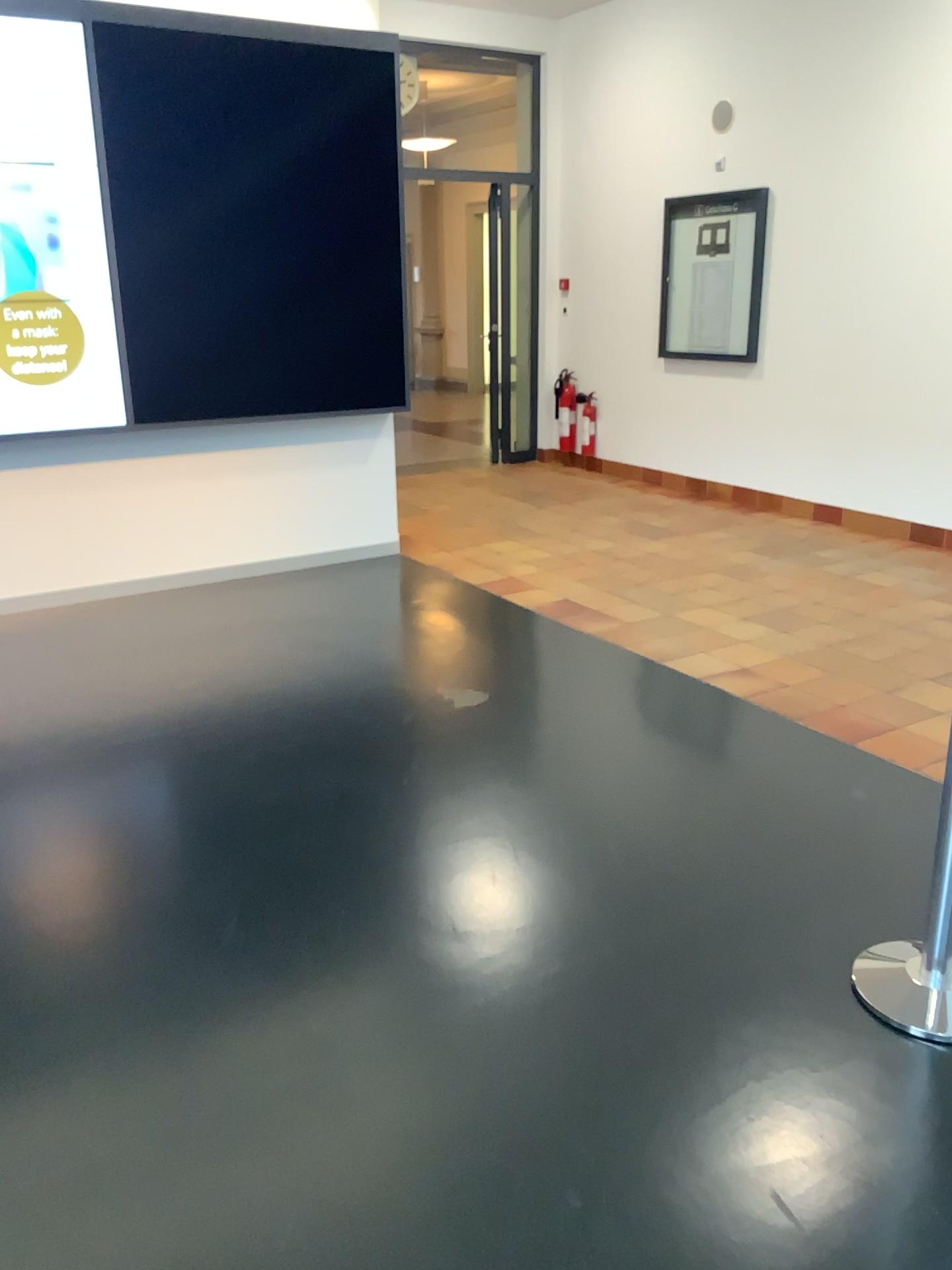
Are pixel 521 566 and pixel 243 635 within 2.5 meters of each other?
yes
